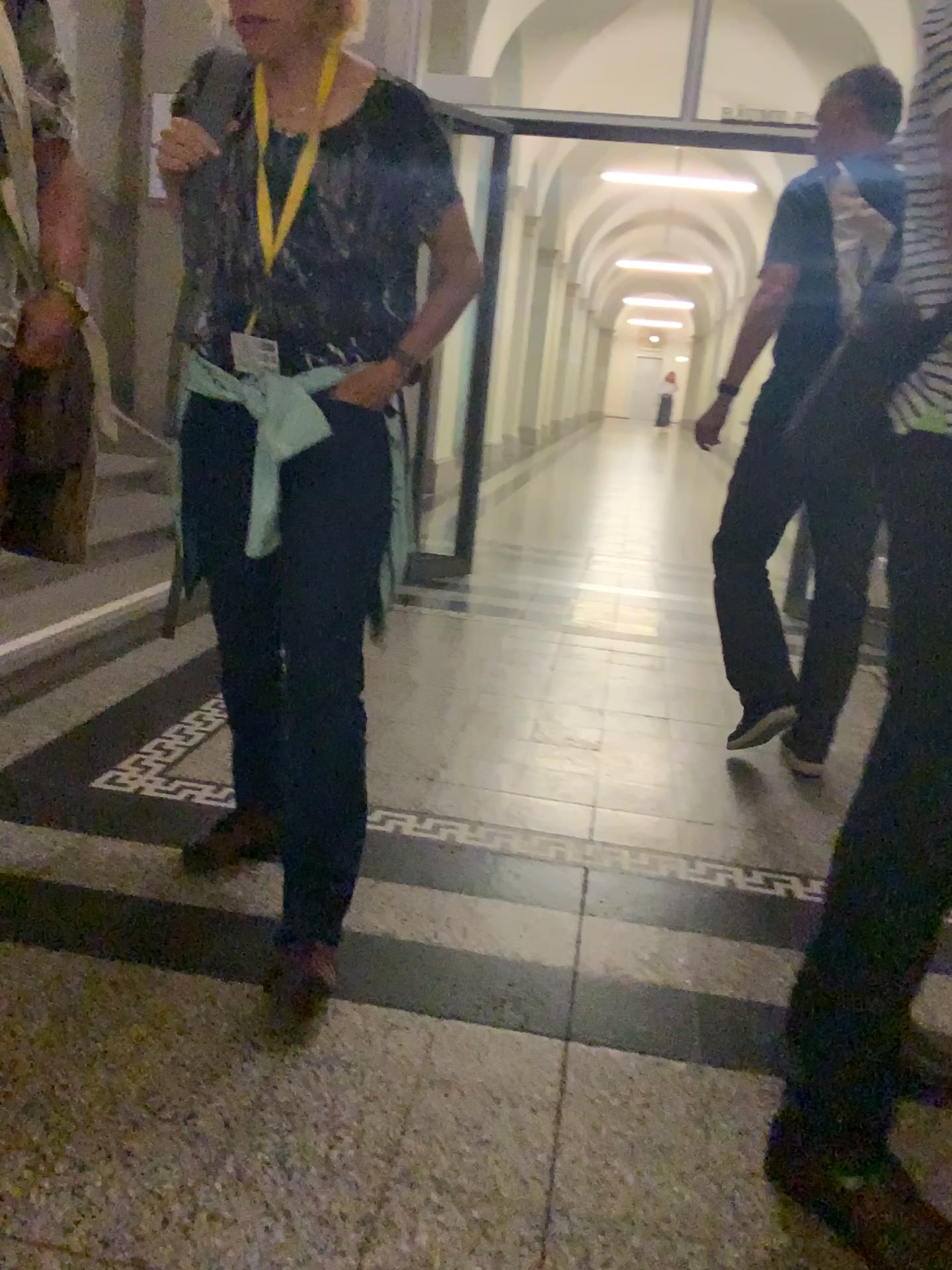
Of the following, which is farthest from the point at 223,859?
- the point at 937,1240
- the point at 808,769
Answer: the point at 808,769

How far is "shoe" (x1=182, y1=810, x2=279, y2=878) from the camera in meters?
2.0

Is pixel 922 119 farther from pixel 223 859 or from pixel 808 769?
pixel 808 769

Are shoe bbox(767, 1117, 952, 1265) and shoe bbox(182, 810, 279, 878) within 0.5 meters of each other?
no

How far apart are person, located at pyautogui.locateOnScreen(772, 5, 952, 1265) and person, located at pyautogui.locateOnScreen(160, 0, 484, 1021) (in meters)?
0.69

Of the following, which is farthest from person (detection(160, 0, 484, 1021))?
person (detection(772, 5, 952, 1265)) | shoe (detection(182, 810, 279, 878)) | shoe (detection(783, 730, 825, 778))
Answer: shoe (detection(783, 730, 825, 778))

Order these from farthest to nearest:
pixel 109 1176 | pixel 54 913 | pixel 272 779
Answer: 1. pixel 272 779
2. pixel 54 913
3. pixel 109 1176

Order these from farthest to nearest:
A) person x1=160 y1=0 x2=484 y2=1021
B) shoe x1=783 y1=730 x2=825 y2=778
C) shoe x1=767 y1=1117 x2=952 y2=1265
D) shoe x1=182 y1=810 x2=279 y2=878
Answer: shoe x1=783 y1=730 x2=825 y2=778
shoe x1=182 y1=810 x2=279 y2=878
person x1=160 y1=0 x2=484 y2=1021
shoe x1=767 y1=1117 x2=952 y2=1265

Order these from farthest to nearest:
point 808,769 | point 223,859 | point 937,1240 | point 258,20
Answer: point 808,769
point 223,859
point 258,20
point 937,1240

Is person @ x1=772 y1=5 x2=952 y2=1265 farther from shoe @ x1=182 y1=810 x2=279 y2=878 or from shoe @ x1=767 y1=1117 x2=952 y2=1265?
shoe @ x1=182 y1=810 x2=279 y2=878
